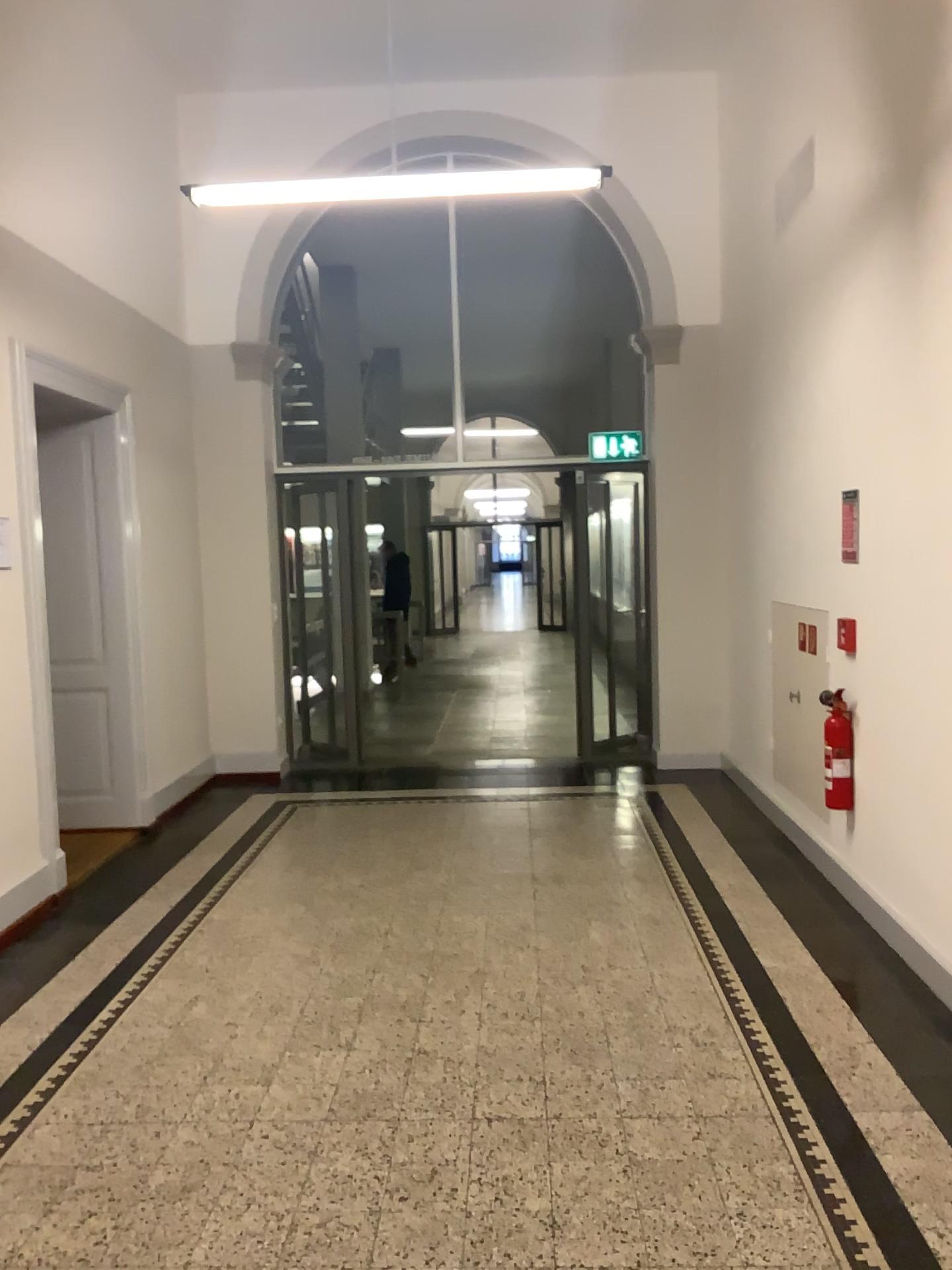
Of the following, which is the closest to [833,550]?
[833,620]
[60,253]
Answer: [833,620]

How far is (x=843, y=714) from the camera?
4.5m

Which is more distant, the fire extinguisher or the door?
the door

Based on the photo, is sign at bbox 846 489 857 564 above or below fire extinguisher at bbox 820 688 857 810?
above

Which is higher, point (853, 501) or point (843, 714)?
point (853, 501)

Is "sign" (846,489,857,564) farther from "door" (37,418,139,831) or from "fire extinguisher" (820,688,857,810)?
"door" (37,418,139,831)

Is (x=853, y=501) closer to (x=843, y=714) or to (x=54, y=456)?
(x=843, y=714)

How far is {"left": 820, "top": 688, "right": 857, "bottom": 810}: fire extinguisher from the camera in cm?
451

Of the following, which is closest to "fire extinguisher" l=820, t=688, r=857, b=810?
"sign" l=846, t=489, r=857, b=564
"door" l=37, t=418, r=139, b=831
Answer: "sign" l=846, t=489, r=857, b=564
